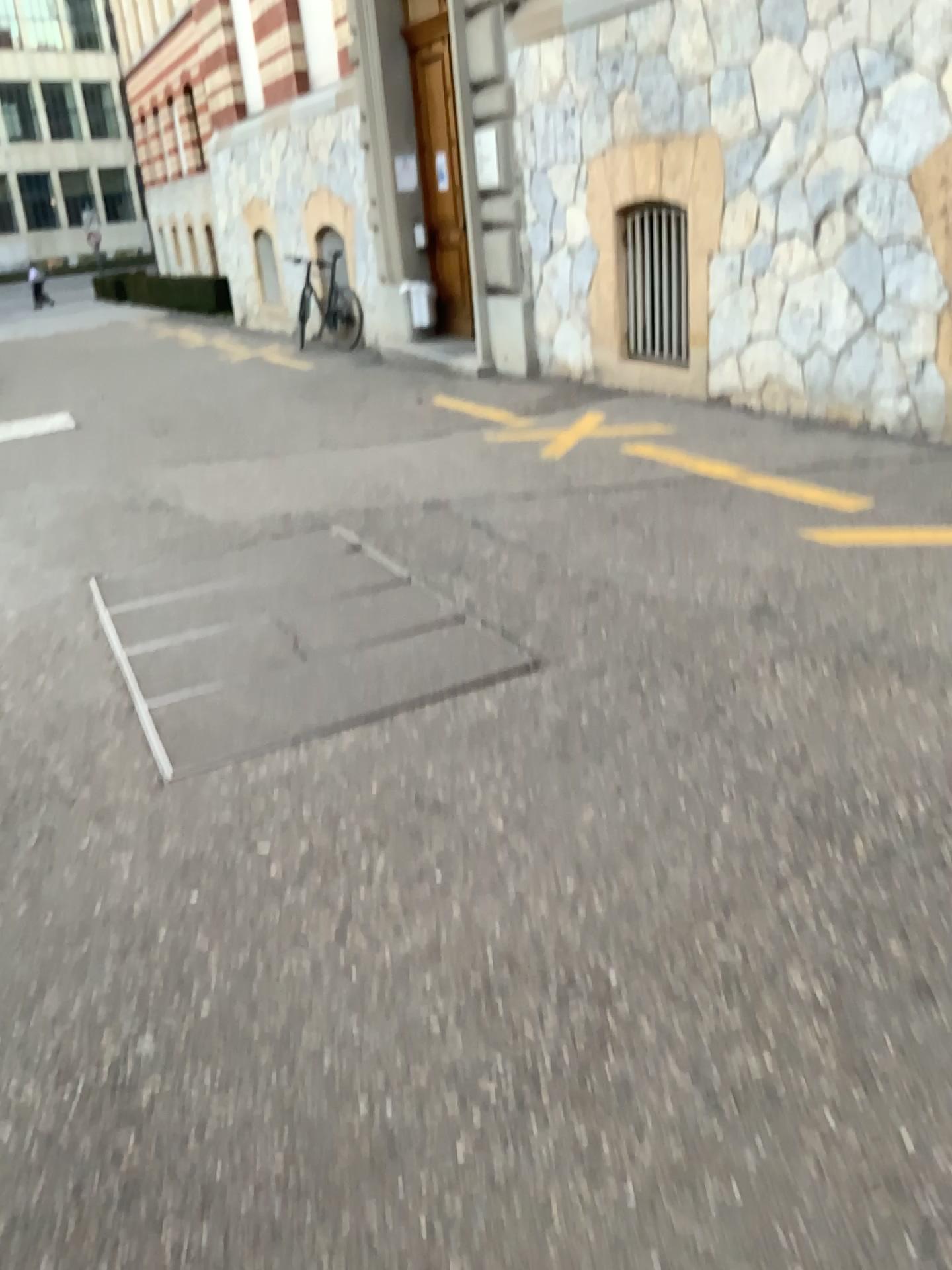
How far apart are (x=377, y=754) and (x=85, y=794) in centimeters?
80cm
